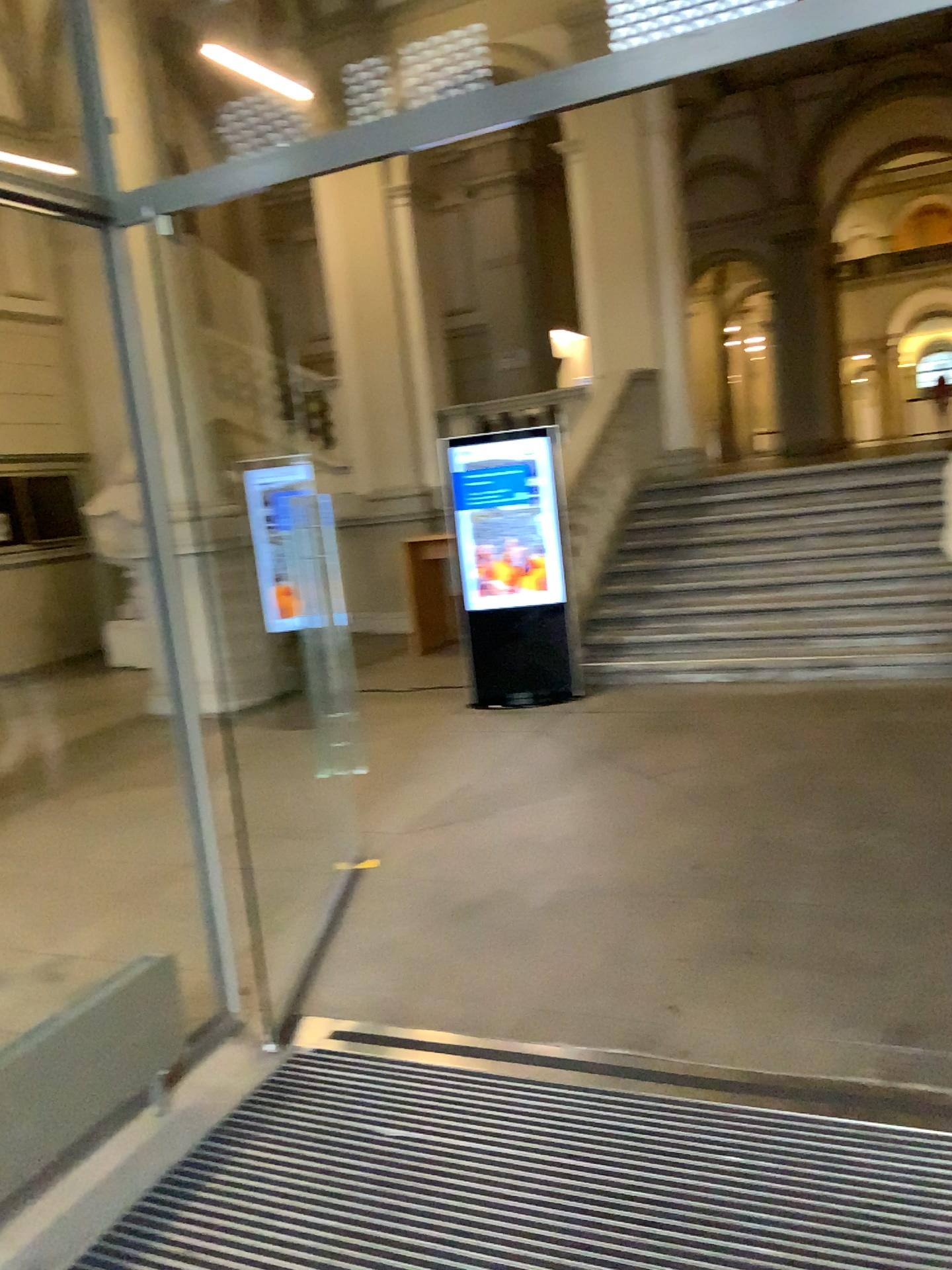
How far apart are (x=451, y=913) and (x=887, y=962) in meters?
1.5
